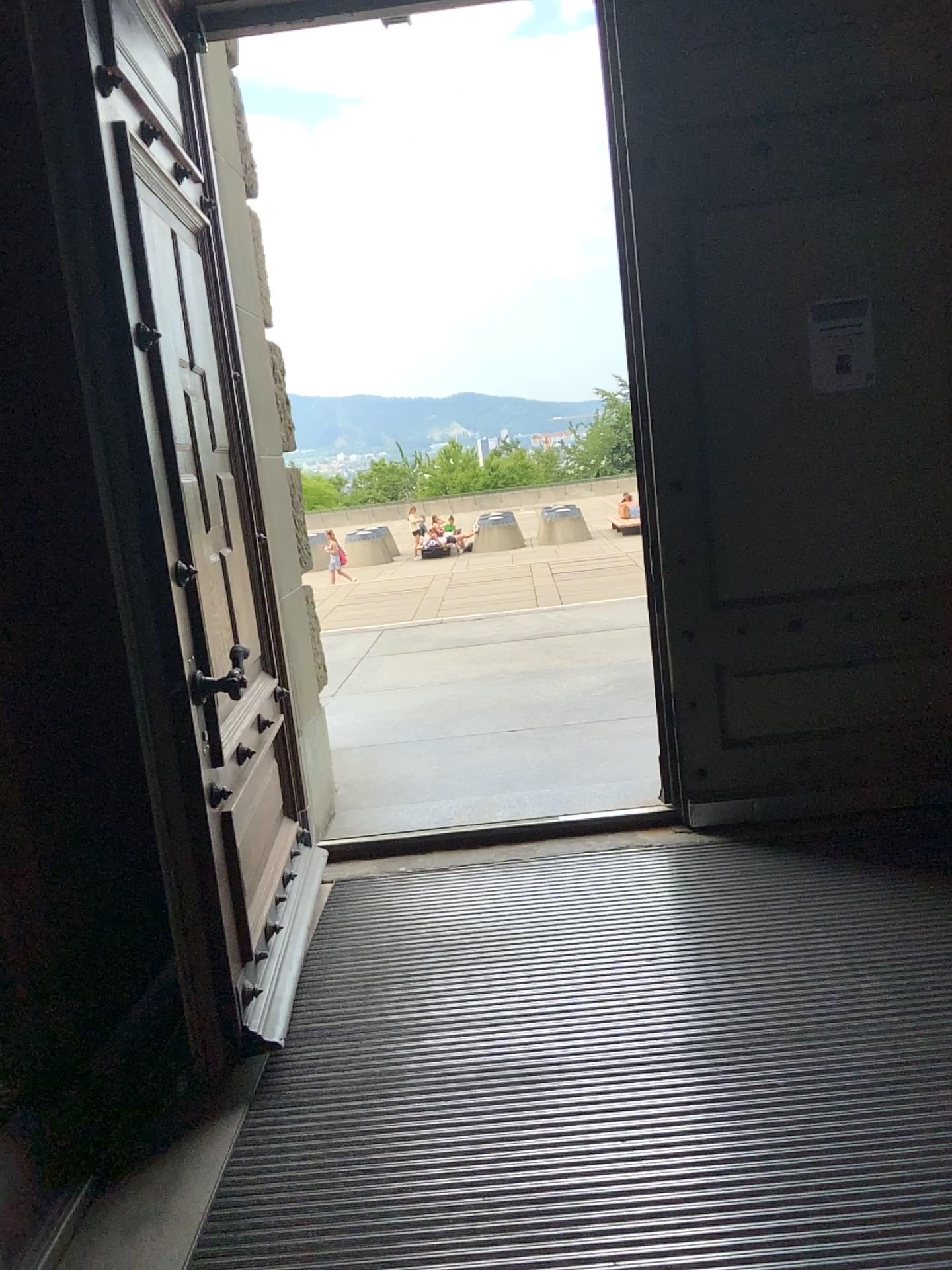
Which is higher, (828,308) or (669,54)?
(669,54)

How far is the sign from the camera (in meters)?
3.52

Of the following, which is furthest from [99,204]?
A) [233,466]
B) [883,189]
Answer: [883,189]

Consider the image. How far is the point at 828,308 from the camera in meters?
3.5 m
